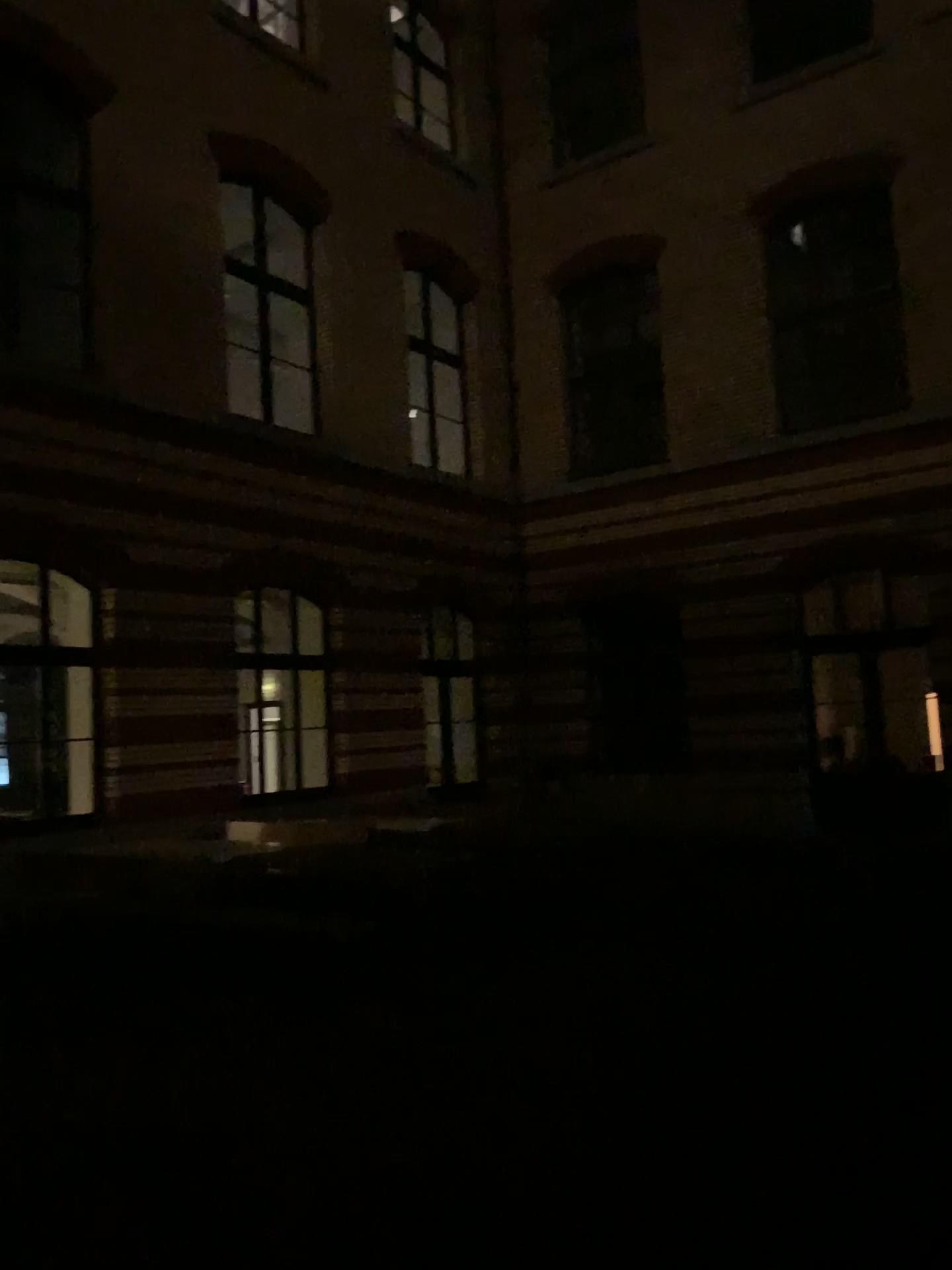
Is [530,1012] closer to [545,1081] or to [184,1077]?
[545,1081]
